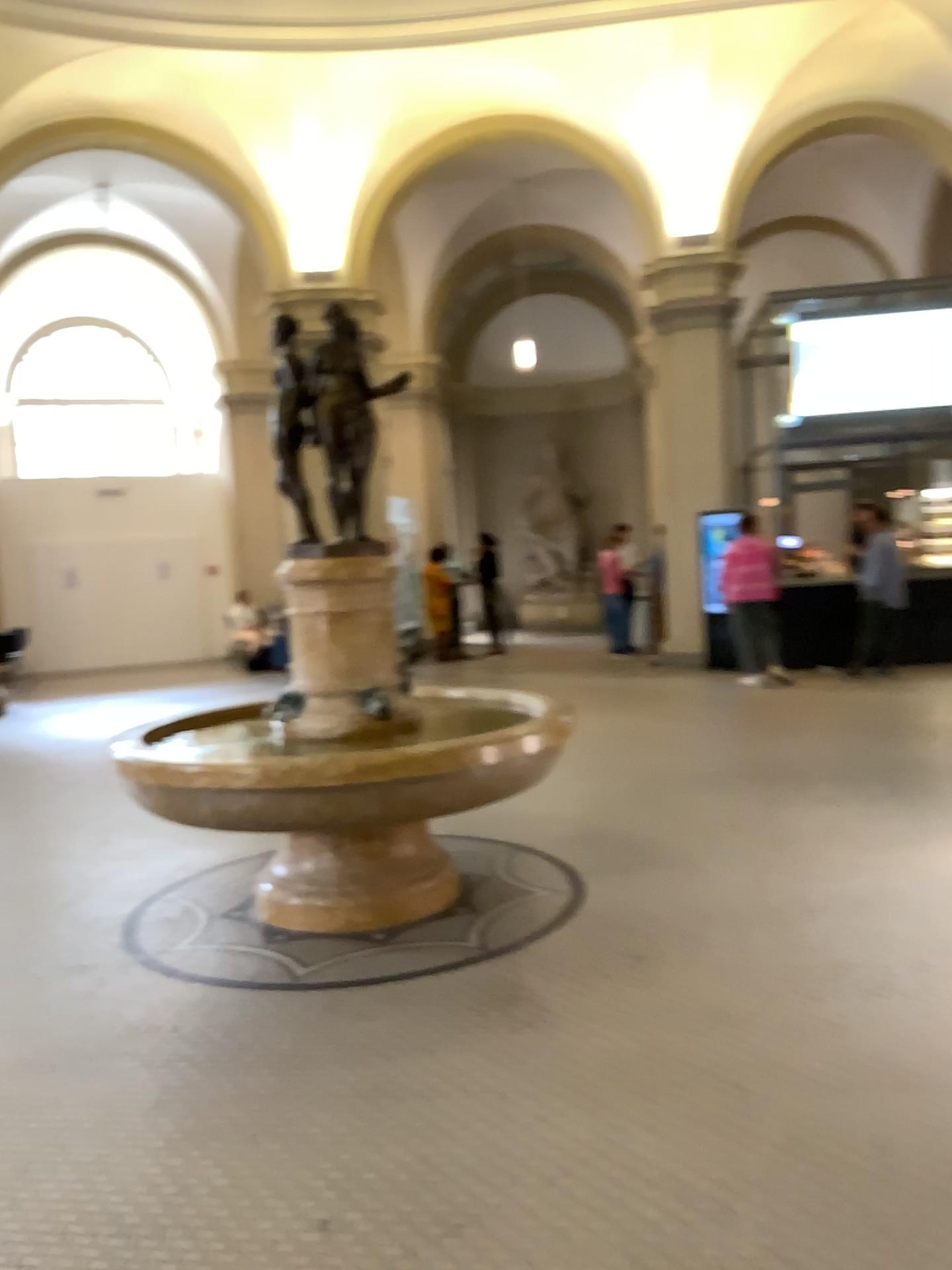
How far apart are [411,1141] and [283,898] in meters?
1.7
